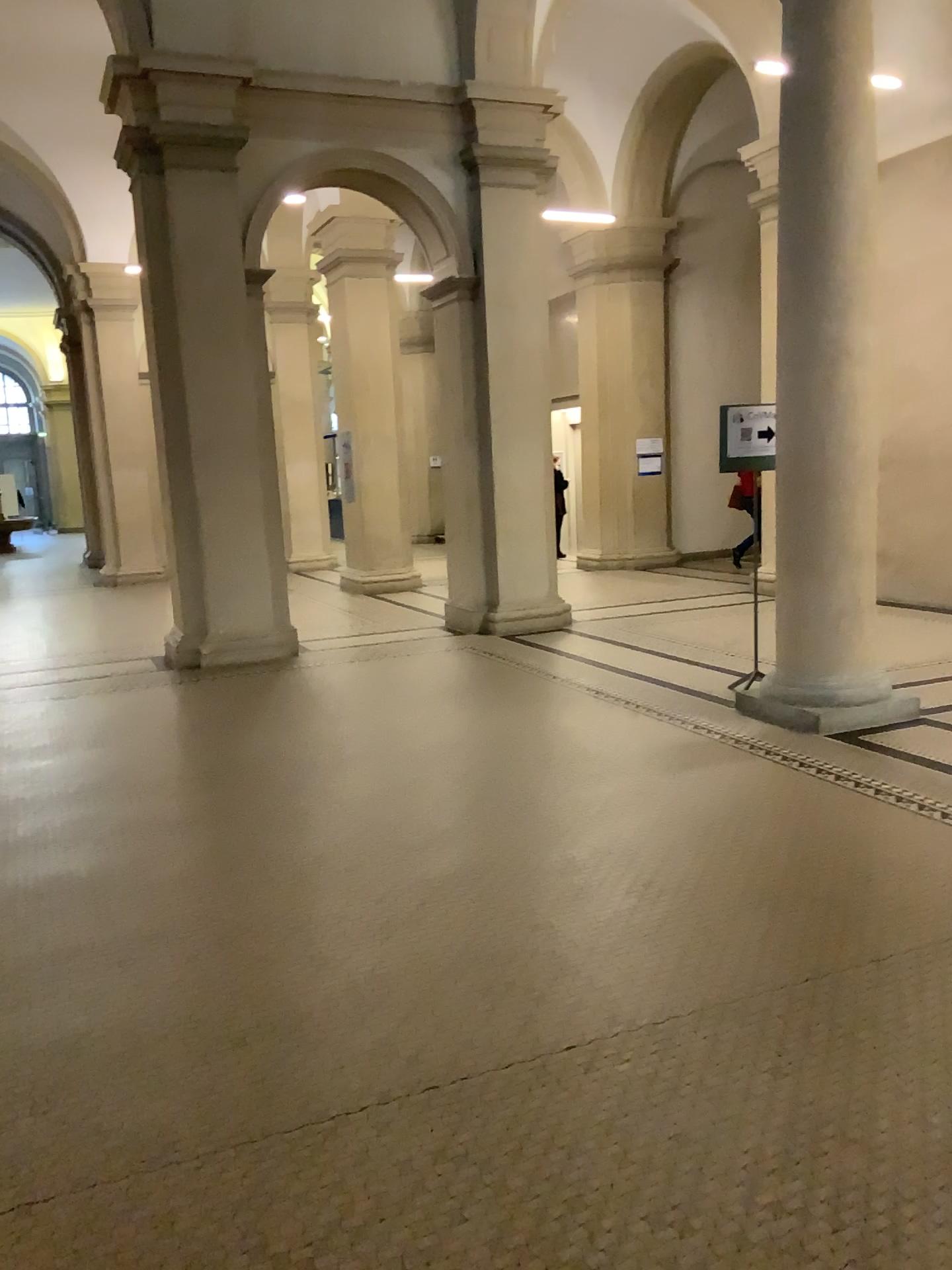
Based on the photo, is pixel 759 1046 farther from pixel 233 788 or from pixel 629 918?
pixel 233 788
